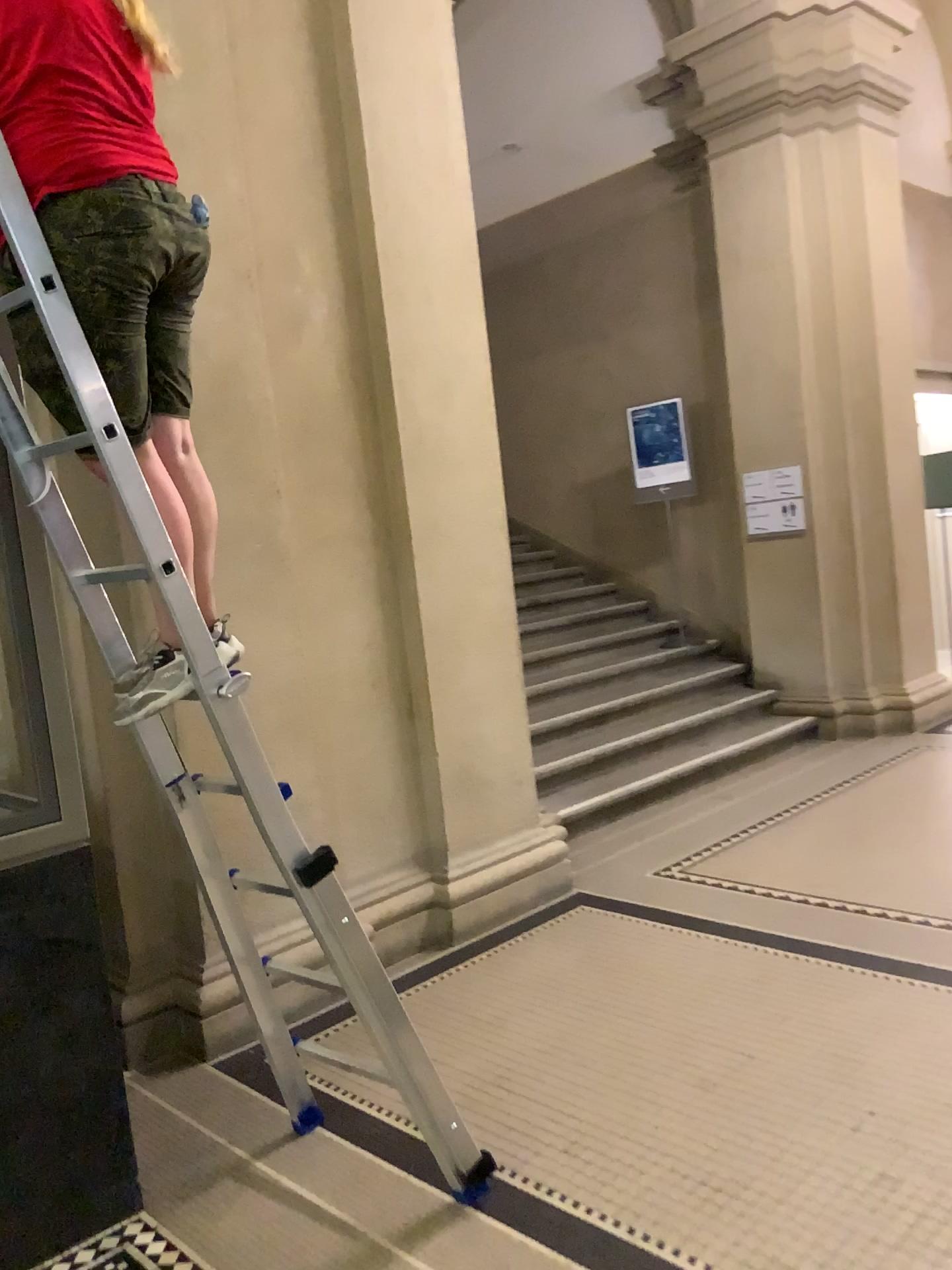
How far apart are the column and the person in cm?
187

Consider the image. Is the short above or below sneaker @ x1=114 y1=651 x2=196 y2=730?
above

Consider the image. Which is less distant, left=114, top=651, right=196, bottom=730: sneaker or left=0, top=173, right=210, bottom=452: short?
left=0, top=173, right=210, bottom=452: short

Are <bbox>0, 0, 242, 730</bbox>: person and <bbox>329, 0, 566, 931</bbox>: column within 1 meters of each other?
no

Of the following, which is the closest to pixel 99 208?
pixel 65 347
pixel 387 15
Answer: pixel 65 347

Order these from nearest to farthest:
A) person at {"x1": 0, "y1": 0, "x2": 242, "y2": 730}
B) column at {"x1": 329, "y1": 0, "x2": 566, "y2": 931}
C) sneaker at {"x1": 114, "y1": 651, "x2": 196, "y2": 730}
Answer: person at {"x1": 0, "y1": 0, "x2": 242, "y2": 730}
sneaker at {"x1": 114, "y1": 651, "x2": 196, "y2": 730}
column at {"x1": 329, "y1": 0, "x2": 566, "y2": 931}

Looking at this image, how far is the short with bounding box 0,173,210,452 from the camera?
1.9 meters

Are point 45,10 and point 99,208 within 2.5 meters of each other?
yes

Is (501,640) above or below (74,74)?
below

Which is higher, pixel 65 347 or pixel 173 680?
pixel 65 347
